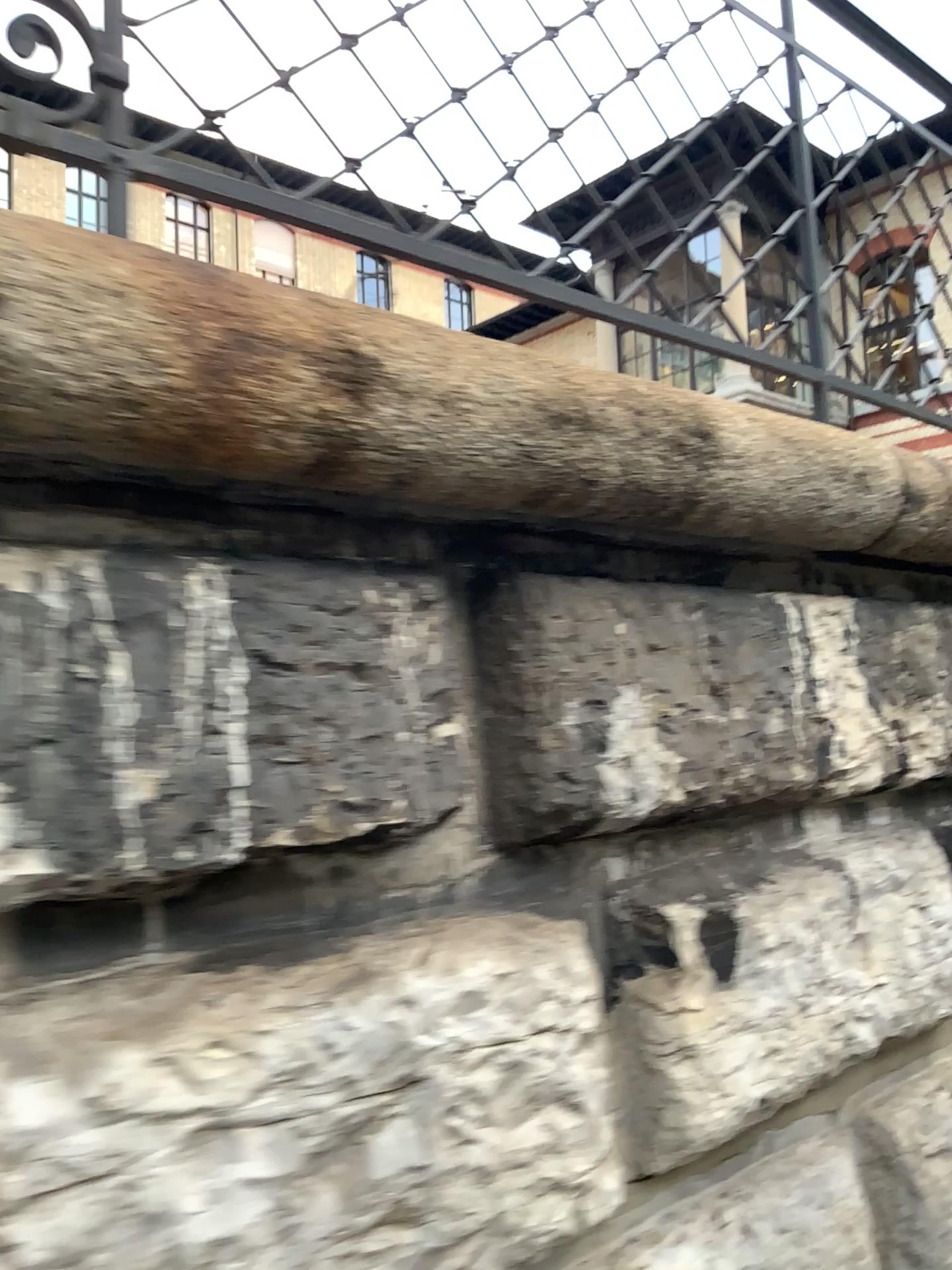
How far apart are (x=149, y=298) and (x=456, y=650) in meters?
0.5
